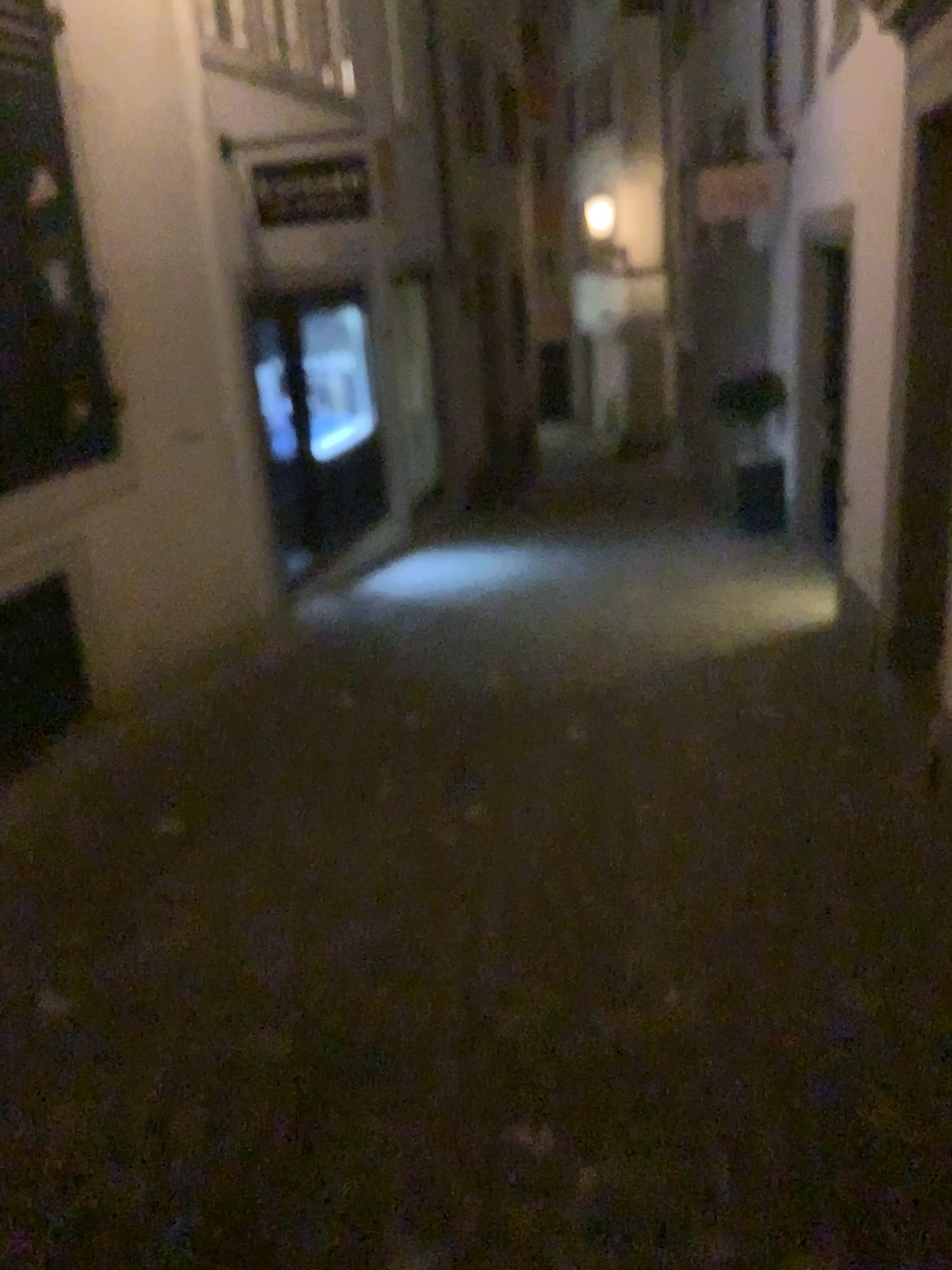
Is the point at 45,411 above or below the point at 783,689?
above
